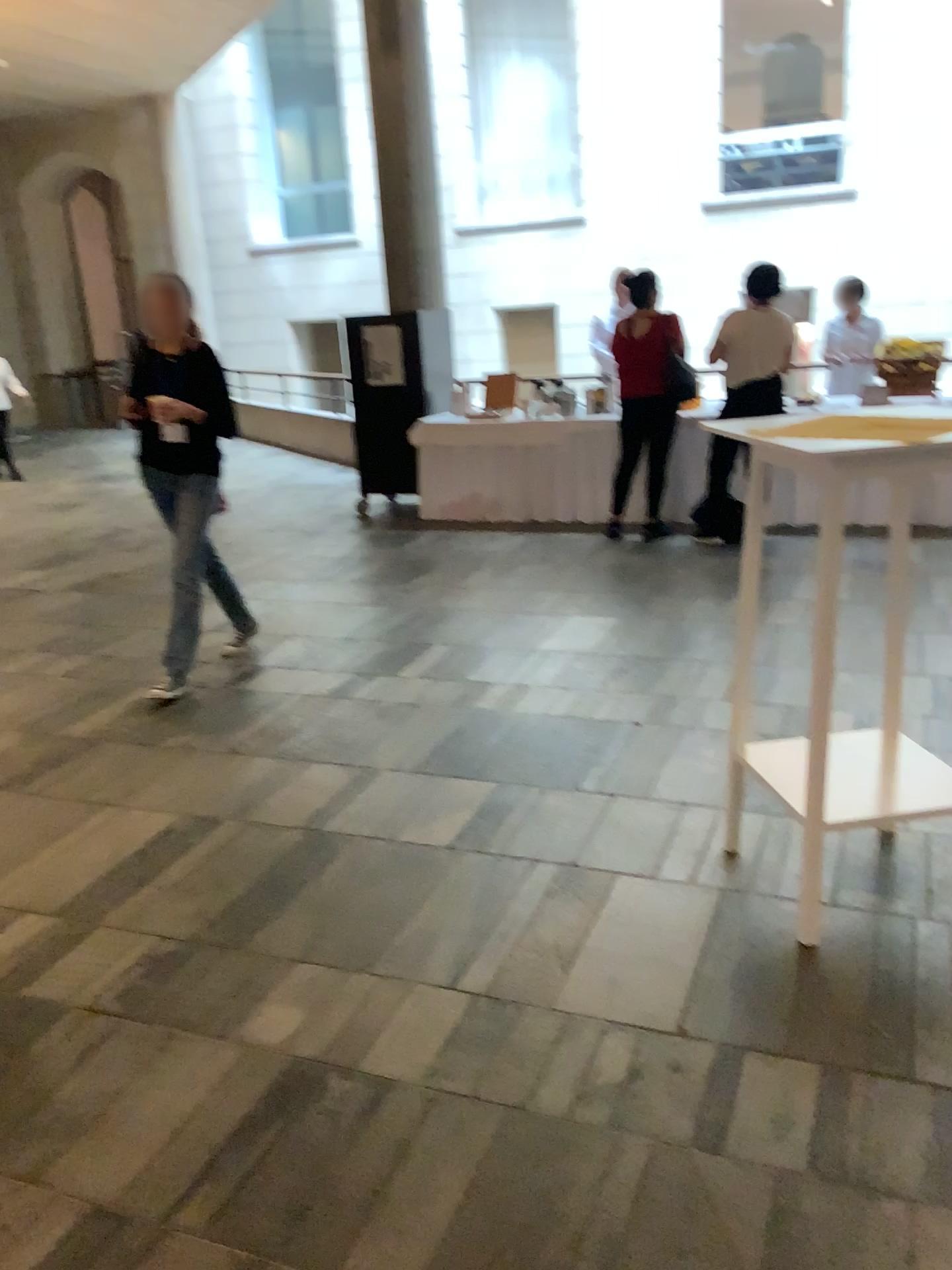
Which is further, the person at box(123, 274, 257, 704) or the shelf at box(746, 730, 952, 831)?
the person at box(123, 274, 257, 704)

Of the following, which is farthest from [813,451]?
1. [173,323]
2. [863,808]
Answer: [173,323]

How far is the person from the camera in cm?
434

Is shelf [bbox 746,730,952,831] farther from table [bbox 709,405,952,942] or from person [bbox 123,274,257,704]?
person [bbox 123,274,257,704]

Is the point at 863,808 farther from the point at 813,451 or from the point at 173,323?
the point at 173,323

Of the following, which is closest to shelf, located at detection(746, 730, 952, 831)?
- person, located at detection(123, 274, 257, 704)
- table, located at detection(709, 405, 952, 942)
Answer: table, located at detection(709, 405, 952, 942)

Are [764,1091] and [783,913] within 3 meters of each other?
yes

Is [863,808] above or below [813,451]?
below
